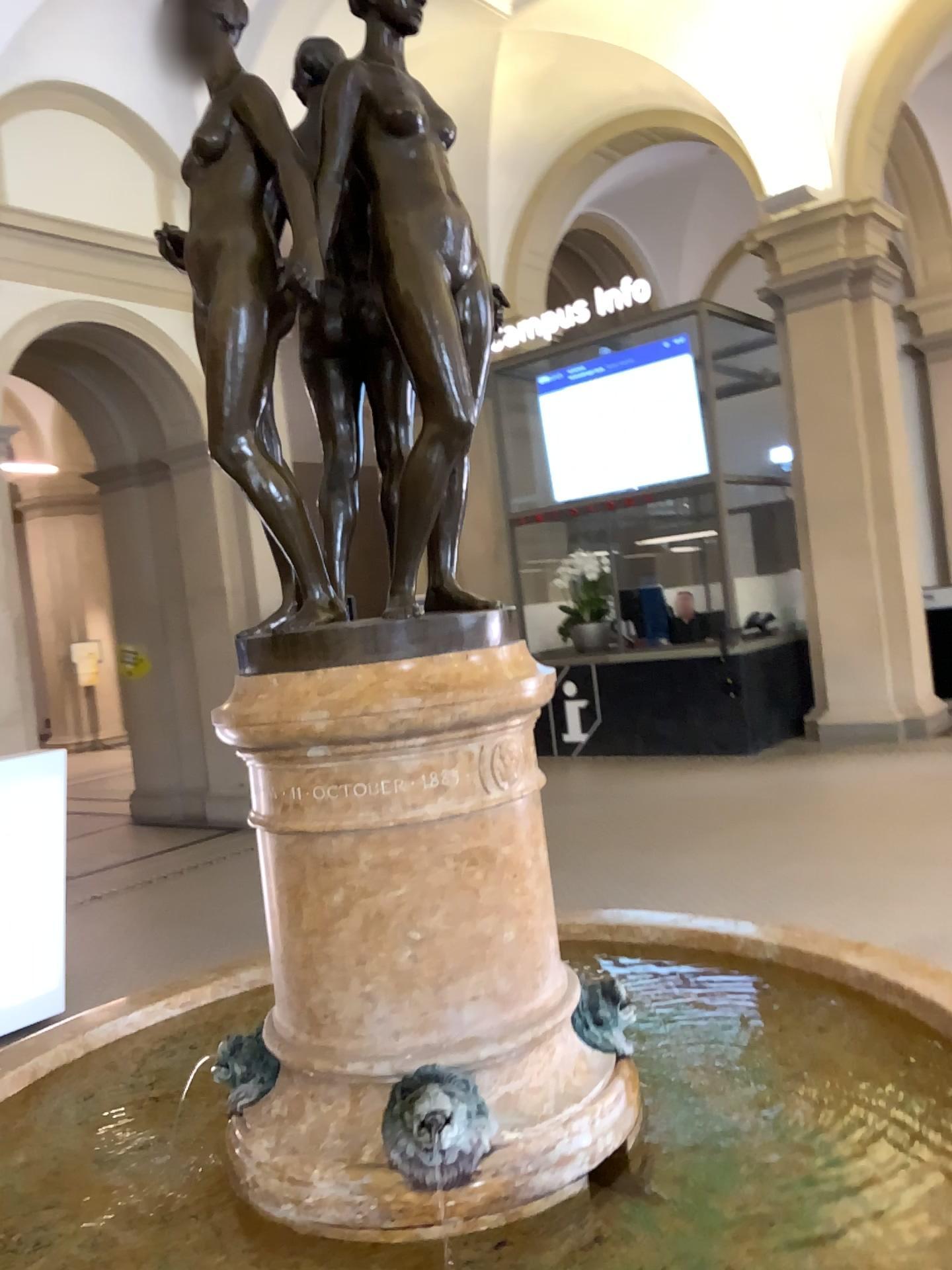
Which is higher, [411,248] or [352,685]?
[411,248]

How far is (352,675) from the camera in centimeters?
144cm

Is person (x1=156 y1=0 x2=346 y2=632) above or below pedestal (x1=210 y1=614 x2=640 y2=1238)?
above

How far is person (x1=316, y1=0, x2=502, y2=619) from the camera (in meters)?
1.50

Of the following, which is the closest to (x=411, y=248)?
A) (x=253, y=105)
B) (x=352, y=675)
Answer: (x=253, y=105)

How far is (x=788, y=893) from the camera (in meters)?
2.60

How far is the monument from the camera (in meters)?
1.44

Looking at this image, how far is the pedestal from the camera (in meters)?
1.44
